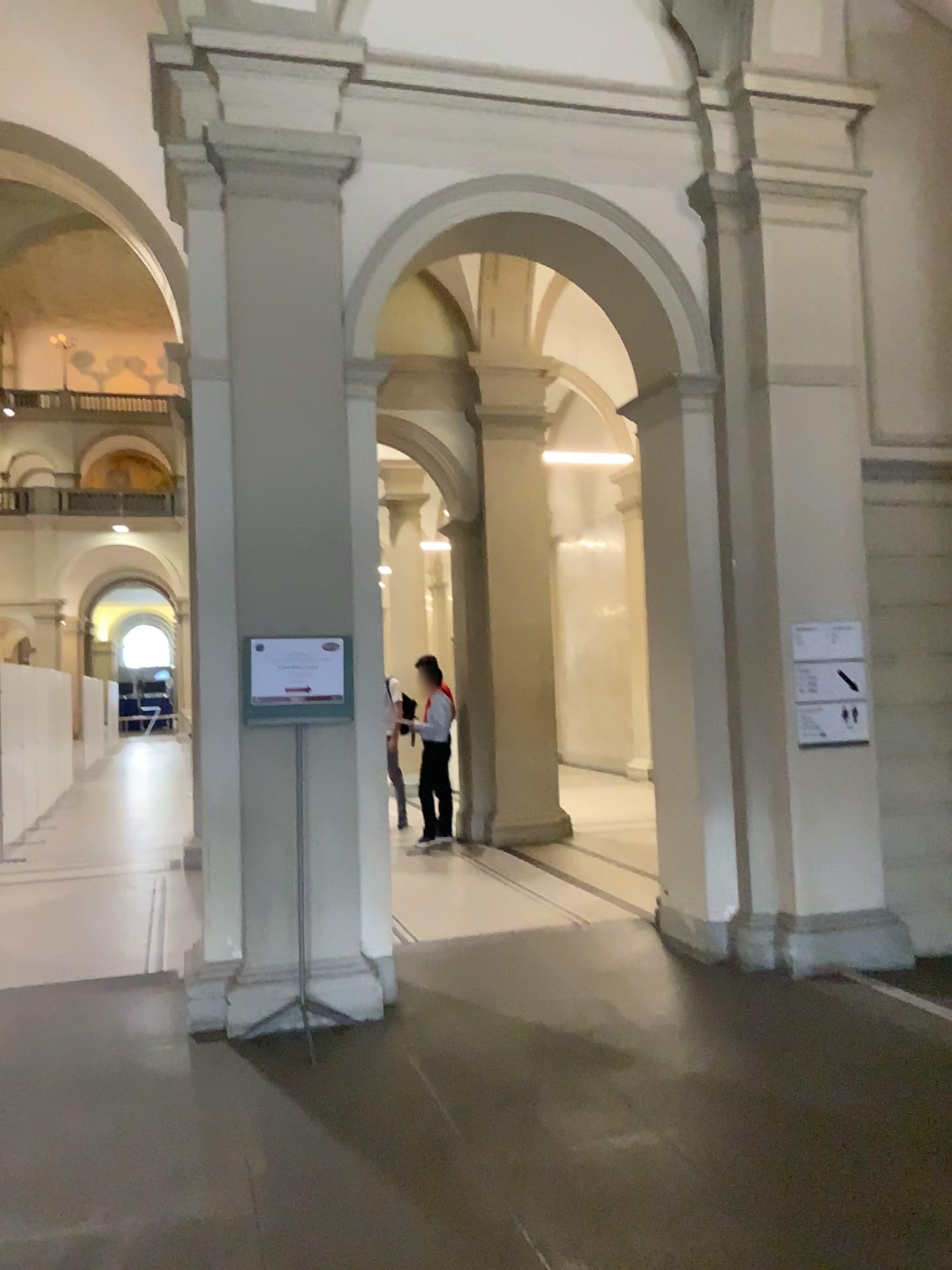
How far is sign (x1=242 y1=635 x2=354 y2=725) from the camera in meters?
4.8 m

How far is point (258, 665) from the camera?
4.8 meters

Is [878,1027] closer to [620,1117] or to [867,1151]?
[867,1151]
